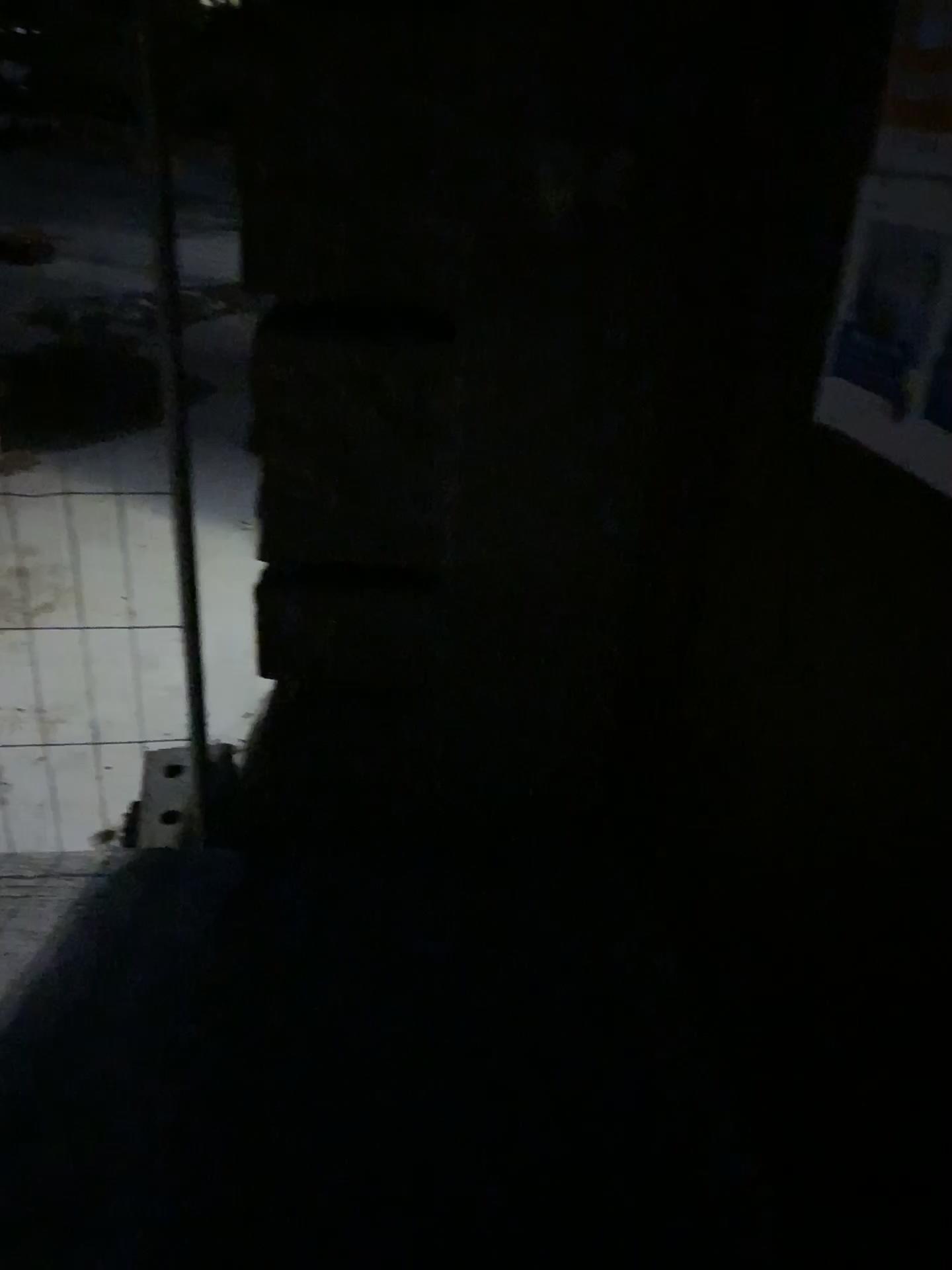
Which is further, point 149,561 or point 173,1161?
point 149,561

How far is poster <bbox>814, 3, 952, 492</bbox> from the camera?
1.1m

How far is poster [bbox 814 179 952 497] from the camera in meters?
1.1

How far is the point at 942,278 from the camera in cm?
114

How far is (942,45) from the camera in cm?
115

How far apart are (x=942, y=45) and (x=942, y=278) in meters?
0.3 m

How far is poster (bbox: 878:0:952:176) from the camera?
1.2m
